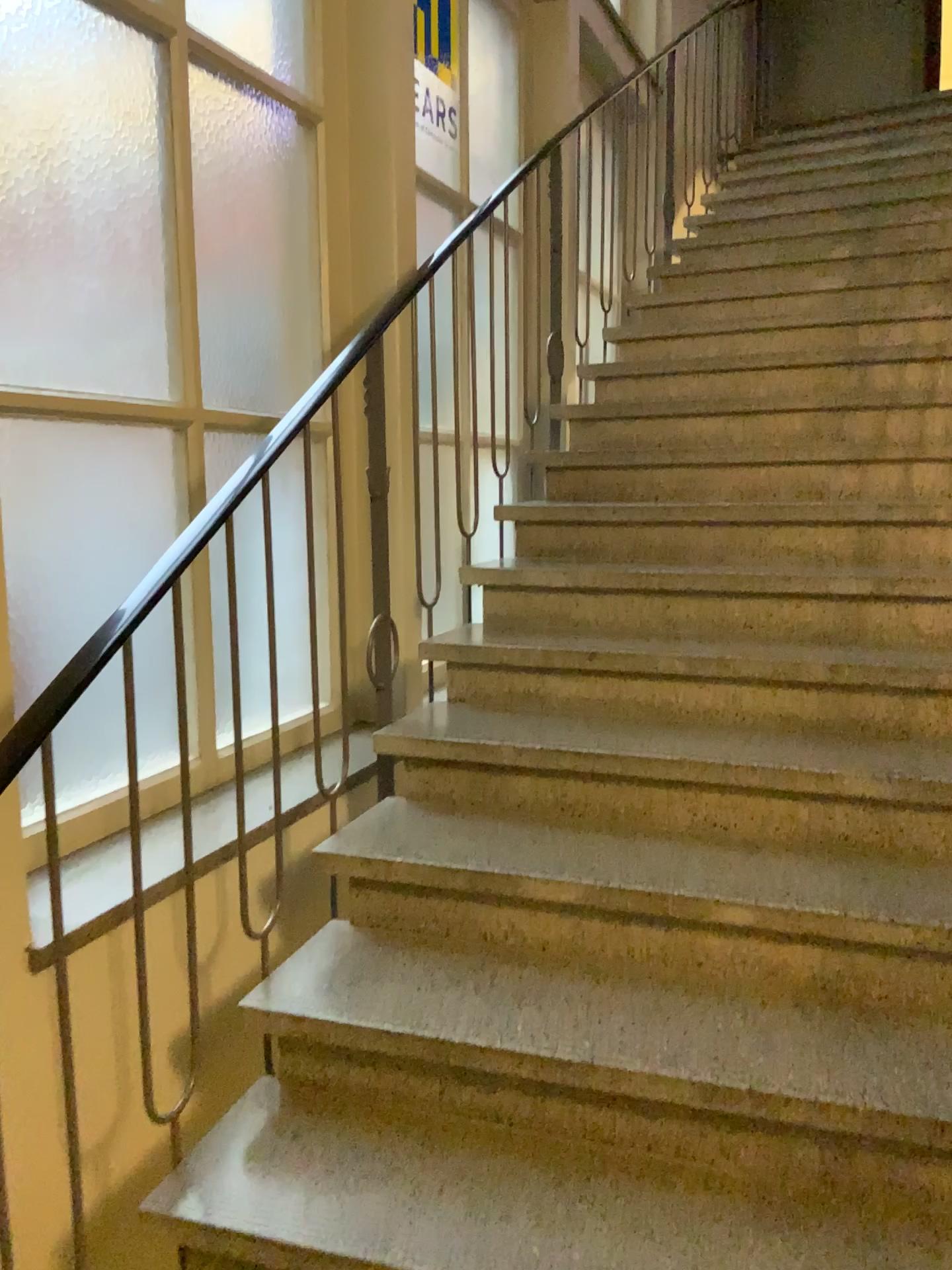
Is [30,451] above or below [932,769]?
above

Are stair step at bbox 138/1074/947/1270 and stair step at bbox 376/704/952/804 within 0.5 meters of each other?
no

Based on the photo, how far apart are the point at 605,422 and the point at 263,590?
2.0 meters

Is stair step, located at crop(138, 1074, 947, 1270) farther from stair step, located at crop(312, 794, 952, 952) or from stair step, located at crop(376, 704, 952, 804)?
stair step, located at crop(376, 704, 952, 804)

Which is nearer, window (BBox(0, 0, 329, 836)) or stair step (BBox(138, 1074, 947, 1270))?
stair step (BBox(138, 1074, 947, 1270))

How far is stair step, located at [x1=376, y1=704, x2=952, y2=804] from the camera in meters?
2.2

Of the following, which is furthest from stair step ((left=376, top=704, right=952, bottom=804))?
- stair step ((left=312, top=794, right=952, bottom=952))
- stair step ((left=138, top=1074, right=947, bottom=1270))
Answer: stair step ((left=138, top=1074, right=947, bottom=1270))

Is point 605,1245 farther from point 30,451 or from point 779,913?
point 30,451

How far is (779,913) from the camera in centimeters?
186cm

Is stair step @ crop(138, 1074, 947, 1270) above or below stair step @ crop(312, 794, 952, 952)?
below
